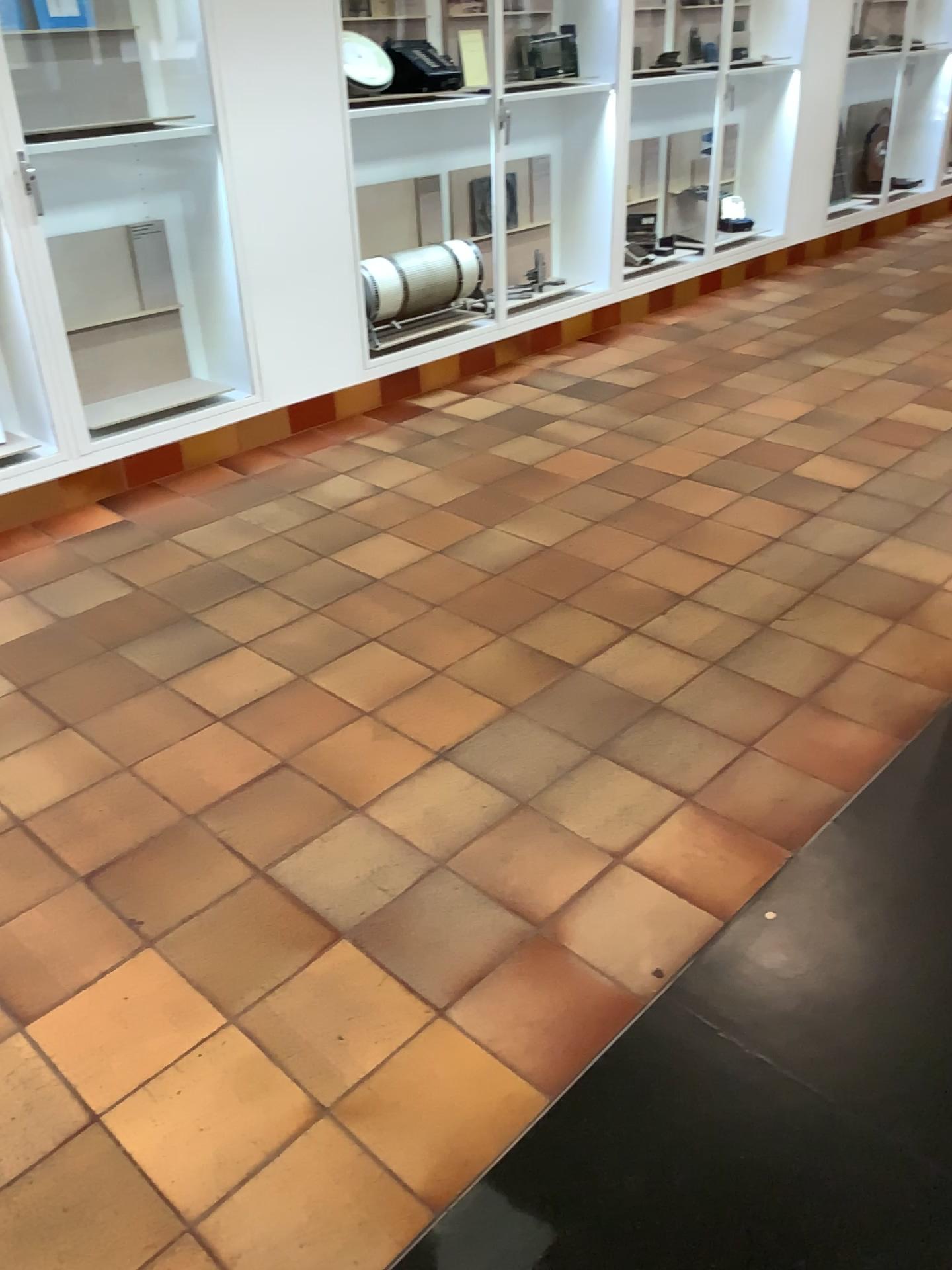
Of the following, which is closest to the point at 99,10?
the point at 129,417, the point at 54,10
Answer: the point at 54,10

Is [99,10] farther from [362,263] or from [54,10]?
[362,263]

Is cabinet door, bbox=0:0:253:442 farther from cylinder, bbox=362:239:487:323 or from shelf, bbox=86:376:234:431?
cylinder, bbox=362:239:487:323

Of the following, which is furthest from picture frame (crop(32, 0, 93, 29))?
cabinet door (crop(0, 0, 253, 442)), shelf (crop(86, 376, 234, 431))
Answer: shelf (crop(86, 376, 234, 431))

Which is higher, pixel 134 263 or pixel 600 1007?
pixel 134 263

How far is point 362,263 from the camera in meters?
4.6 m

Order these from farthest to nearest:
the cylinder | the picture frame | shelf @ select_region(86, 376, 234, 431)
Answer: the cylinder → shelf @ select_region(86, 376, 234, 431) → the picture frame

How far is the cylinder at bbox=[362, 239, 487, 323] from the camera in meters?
4.6

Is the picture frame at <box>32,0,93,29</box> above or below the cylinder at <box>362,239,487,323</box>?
above

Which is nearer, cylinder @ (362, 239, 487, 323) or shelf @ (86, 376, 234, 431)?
shelf @ (86, 376, 234, 431)
